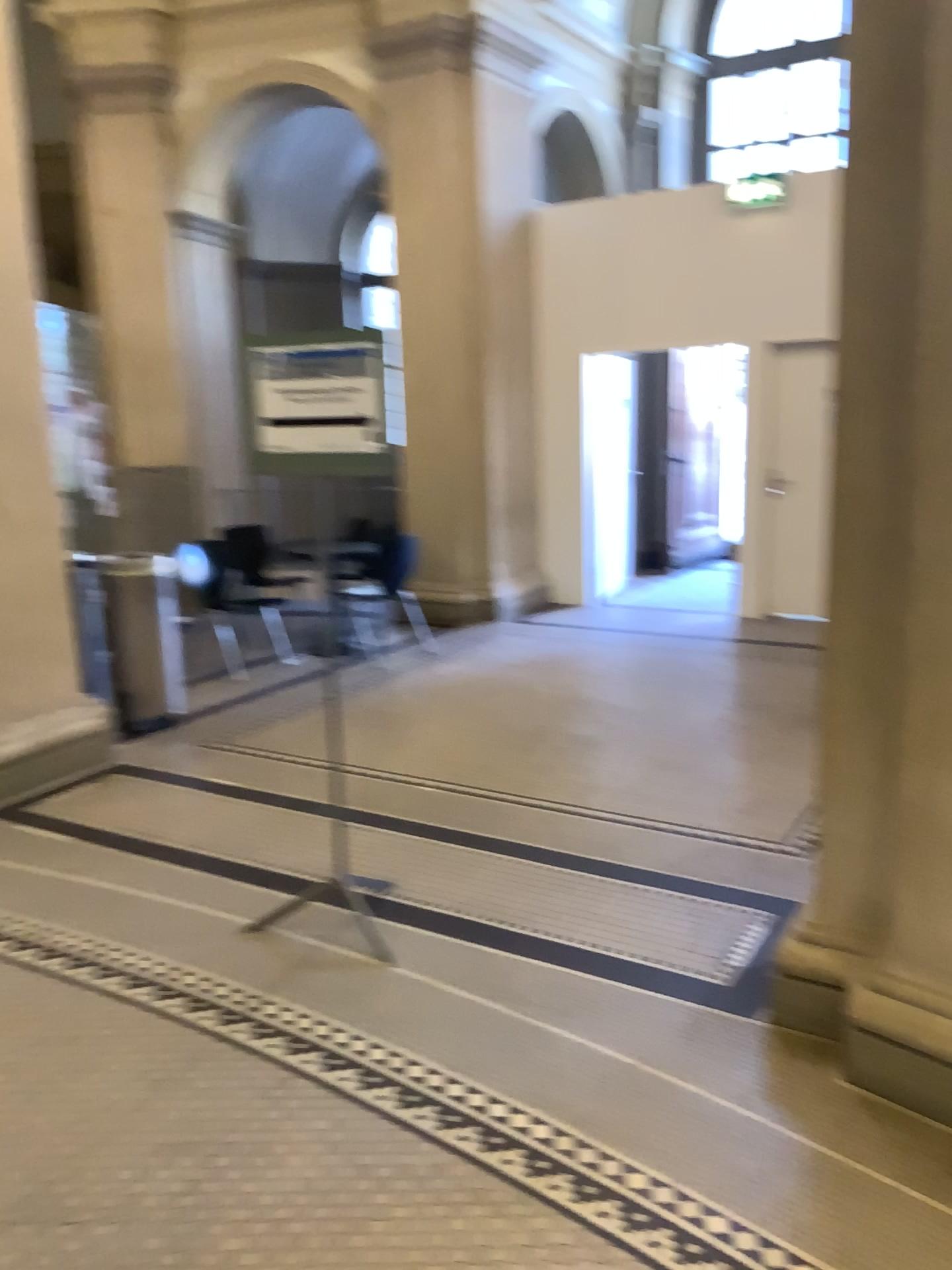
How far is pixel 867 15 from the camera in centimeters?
224cm

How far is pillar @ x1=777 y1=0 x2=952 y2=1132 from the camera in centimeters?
224cm

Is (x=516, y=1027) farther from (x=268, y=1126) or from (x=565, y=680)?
(x=565, y=680)
